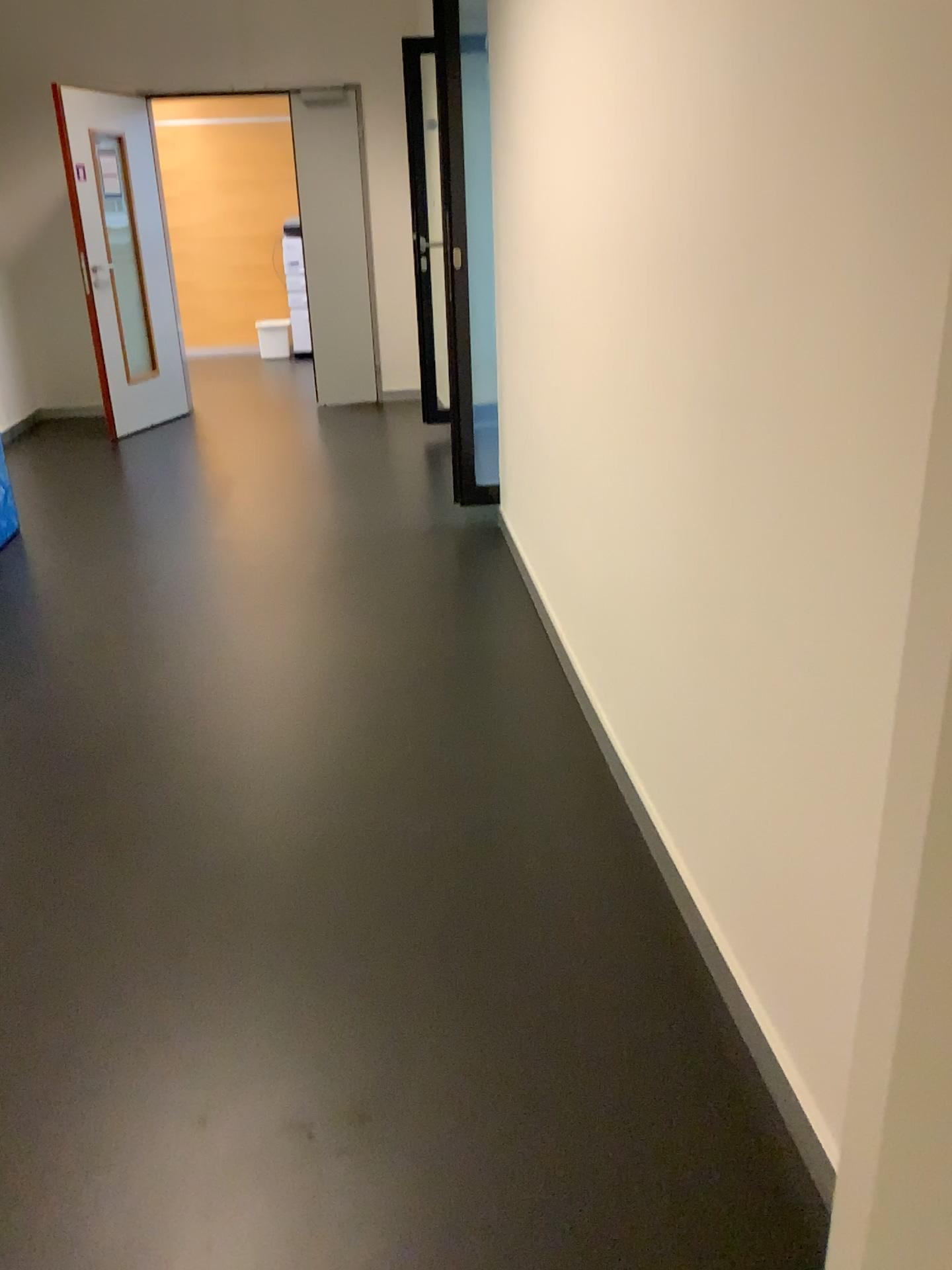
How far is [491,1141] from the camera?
1.5 meters
